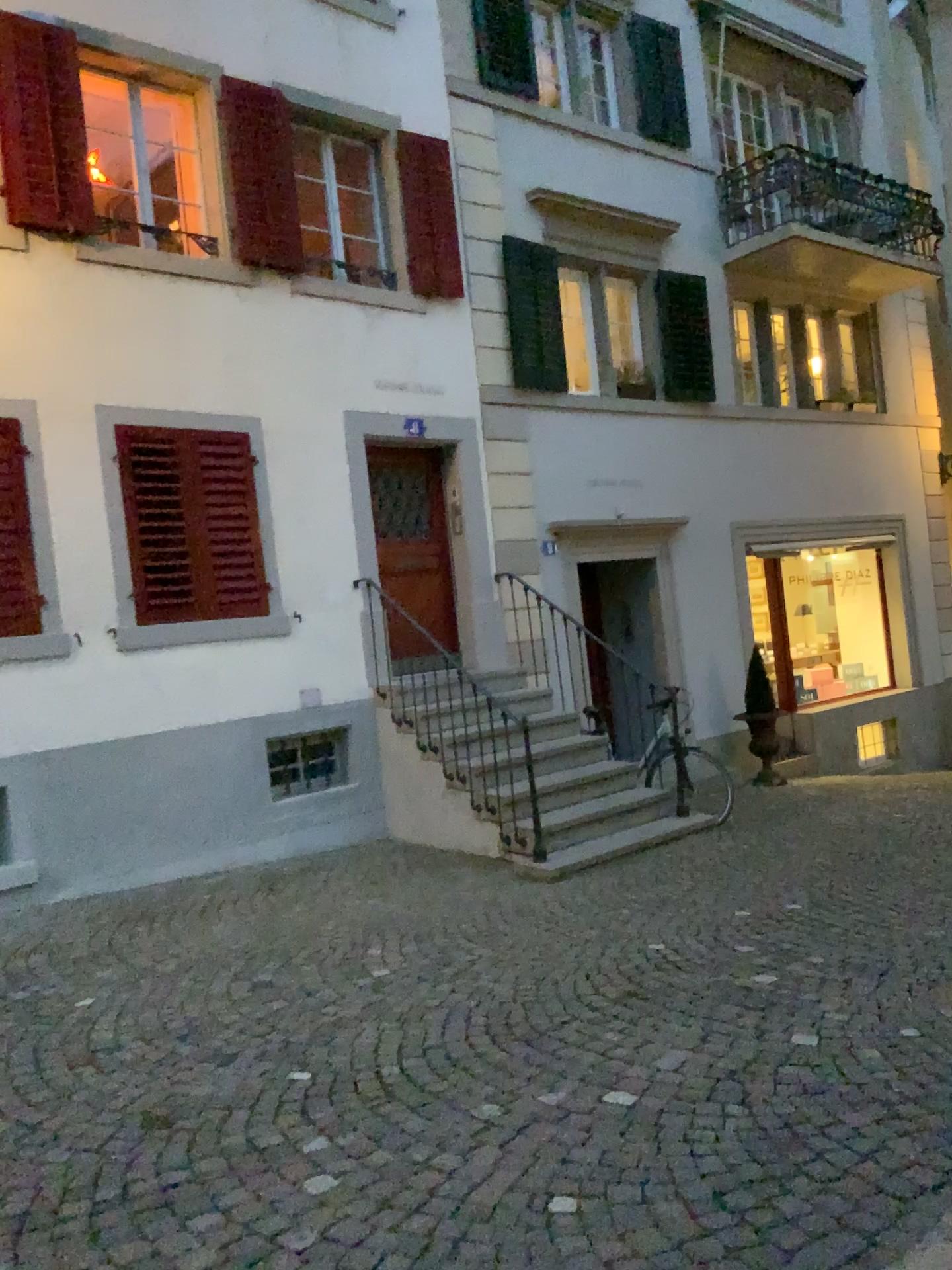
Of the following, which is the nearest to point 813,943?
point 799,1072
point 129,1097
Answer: point 799,1072
